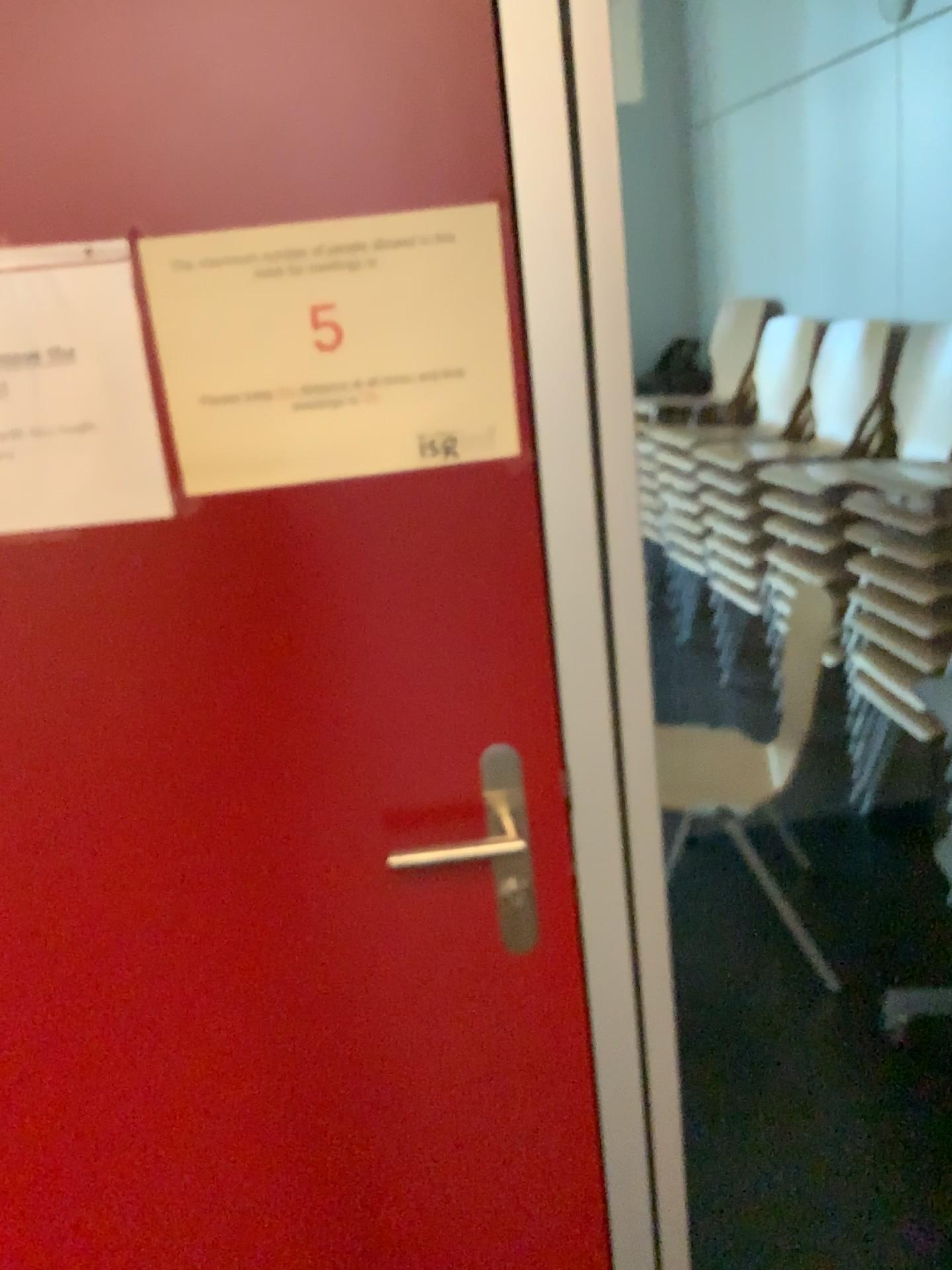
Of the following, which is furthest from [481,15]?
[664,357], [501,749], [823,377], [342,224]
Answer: [823,377]

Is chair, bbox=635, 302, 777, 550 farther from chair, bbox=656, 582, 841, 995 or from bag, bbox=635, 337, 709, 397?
chair, bbox=656, 582, 841, 995

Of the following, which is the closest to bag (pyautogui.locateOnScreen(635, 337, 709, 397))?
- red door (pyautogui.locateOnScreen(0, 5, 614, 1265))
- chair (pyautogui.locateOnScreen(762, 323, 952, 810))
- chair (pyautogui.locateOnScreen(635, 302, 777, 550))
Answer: chair (pyautogui.locateOnScreen(635, 302, 777, 550))

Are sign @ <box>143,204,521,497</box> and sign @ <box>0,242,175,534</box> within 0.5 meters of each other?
yes

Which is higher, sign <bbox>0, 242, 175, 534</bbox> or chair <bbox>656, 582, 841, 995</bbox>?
sign <bbox>0, 242, 175, 534</bbox>

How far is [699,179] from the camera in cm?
251

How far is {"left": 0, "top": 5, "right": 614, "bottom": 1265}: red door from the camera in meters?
0.9 m

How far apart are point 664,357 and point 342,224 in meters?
1.8

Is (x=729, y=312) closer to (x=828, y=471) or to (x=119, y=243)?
(x=828, y=471)

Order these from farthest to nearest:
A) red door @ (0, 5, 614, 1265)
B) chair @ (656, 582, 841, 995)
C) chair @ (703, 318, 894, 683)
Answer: chair @ (703, 318, 894, 683), chair @ (656, 582, 841, 995), red door @ (0, 5, 614, 1265)
